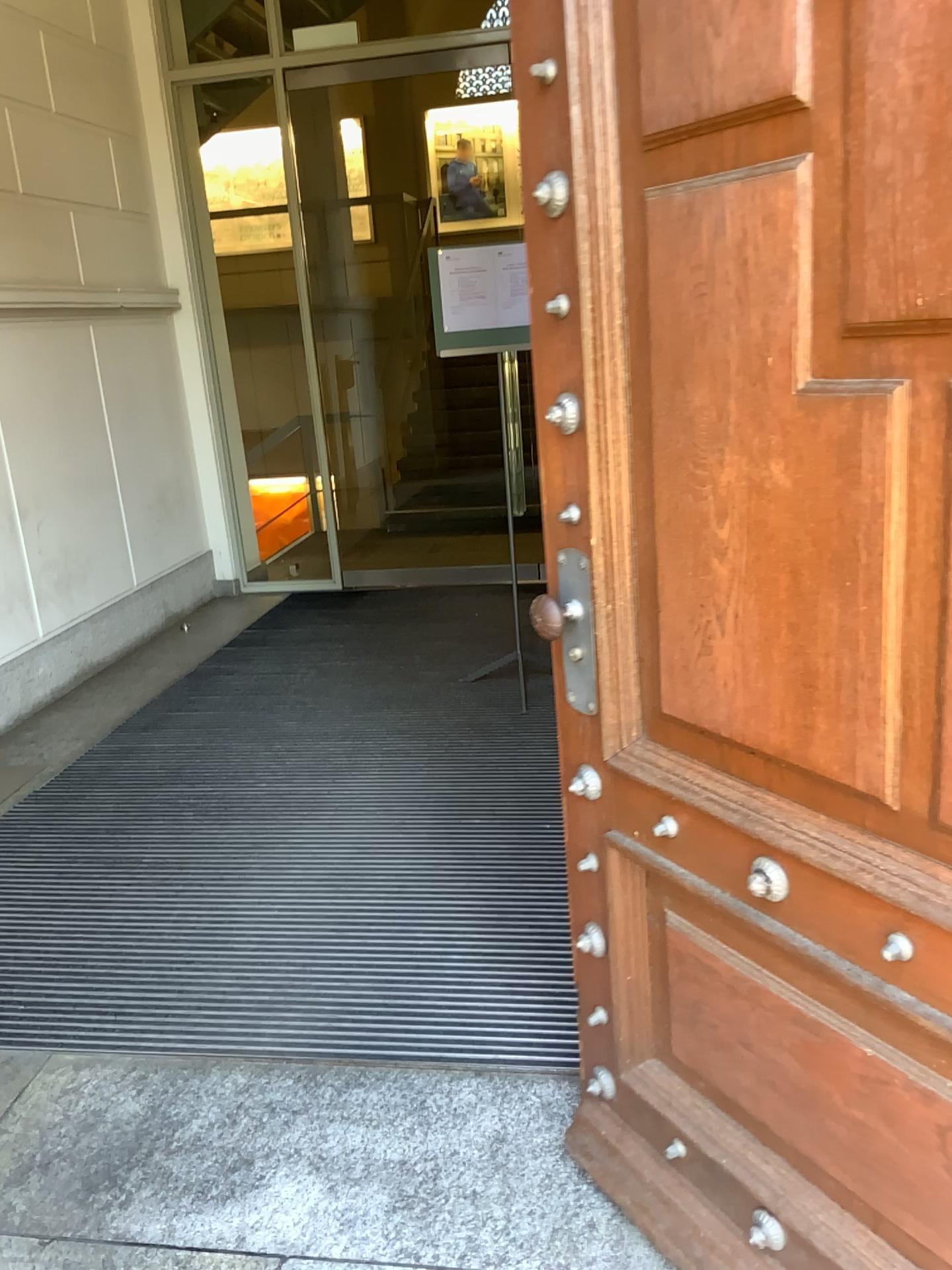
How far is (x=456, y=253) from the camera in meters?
4.1 m

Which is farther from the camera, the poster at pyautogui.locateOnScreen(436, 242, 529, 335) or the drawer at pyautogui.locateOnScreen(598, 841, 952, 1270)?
the poster at pyautogui.locateOnScreen(436, 242, 529, 335)

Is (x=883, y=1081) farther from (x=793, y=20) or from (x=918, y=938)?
(x=793, y=20)

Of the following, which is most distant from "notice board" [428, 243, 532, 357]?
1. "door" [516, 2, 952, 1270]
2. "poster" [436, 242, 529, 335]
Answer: "door" [516, 2, 952, 1270]

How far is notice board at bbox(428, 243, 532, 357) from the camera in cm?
409

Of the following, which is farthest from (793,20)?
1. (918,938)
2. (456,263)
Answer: (456,263)

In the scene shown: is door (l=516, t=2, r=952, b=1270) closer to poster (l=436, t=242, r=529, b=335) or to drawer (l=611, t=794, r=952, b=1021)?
drawer (l=611, t=794, r=952, b=1021)

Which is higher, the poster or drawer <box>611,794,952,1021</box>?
the poster

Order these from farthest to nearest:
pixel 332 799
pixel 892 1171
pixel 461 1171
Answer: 1. pixel 332 799
2. pixel 461 1171
3. pixel 892 1171

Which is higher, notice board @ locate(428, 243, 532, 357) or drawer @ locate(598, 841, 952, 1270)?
notice board @ locate(428, 243, 532, 357)
